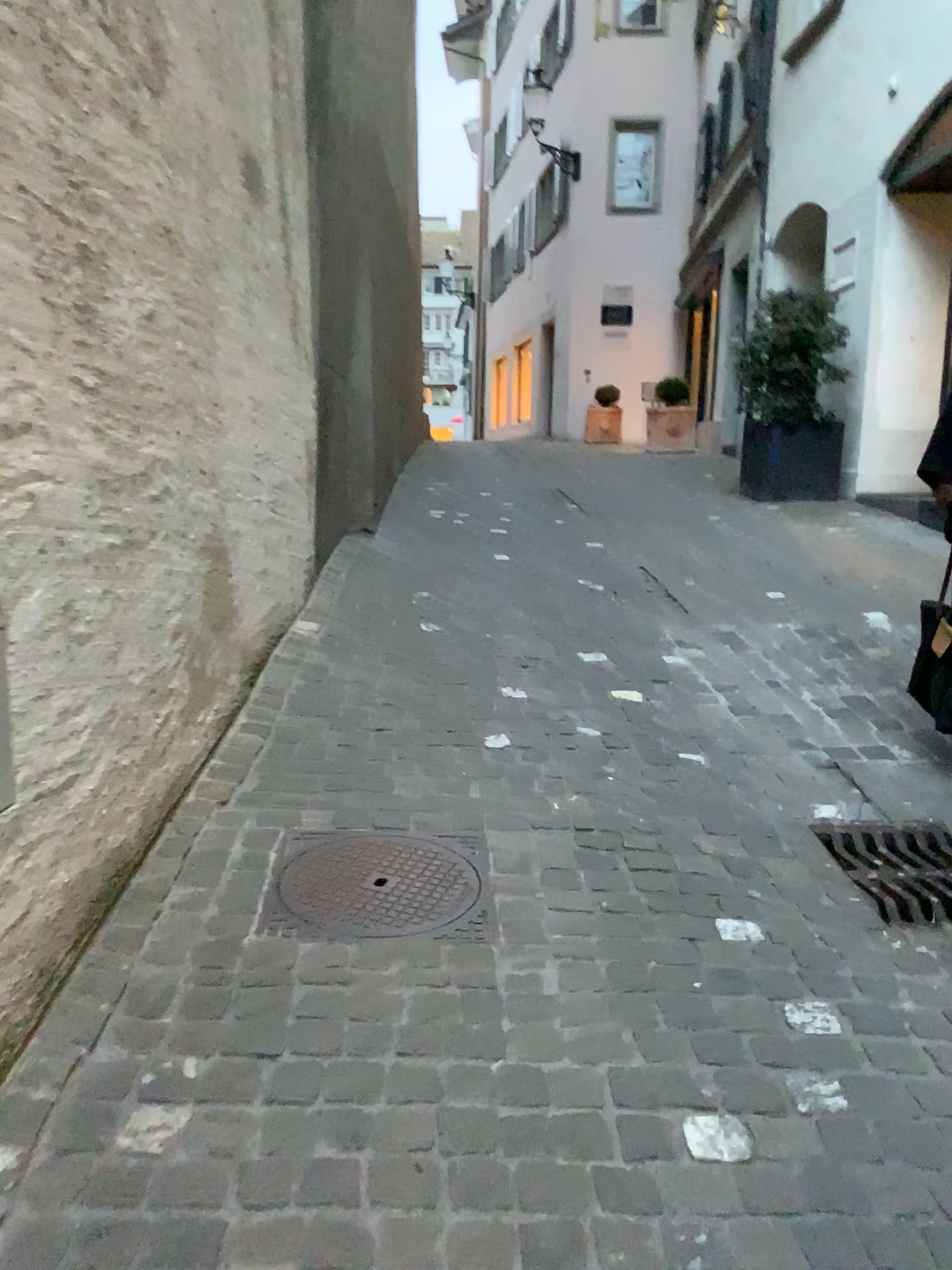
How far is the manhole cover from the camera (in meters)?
2.26

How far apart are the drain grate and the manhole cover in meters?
0.9

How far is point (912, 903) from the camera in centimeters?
245cm

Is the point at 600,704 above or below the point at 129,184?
below

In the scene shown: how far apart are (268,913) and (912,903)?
1.5m

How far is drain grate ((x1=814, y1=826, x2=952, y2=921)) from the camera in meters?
2.4

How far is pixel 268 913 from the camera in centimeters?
226cm
